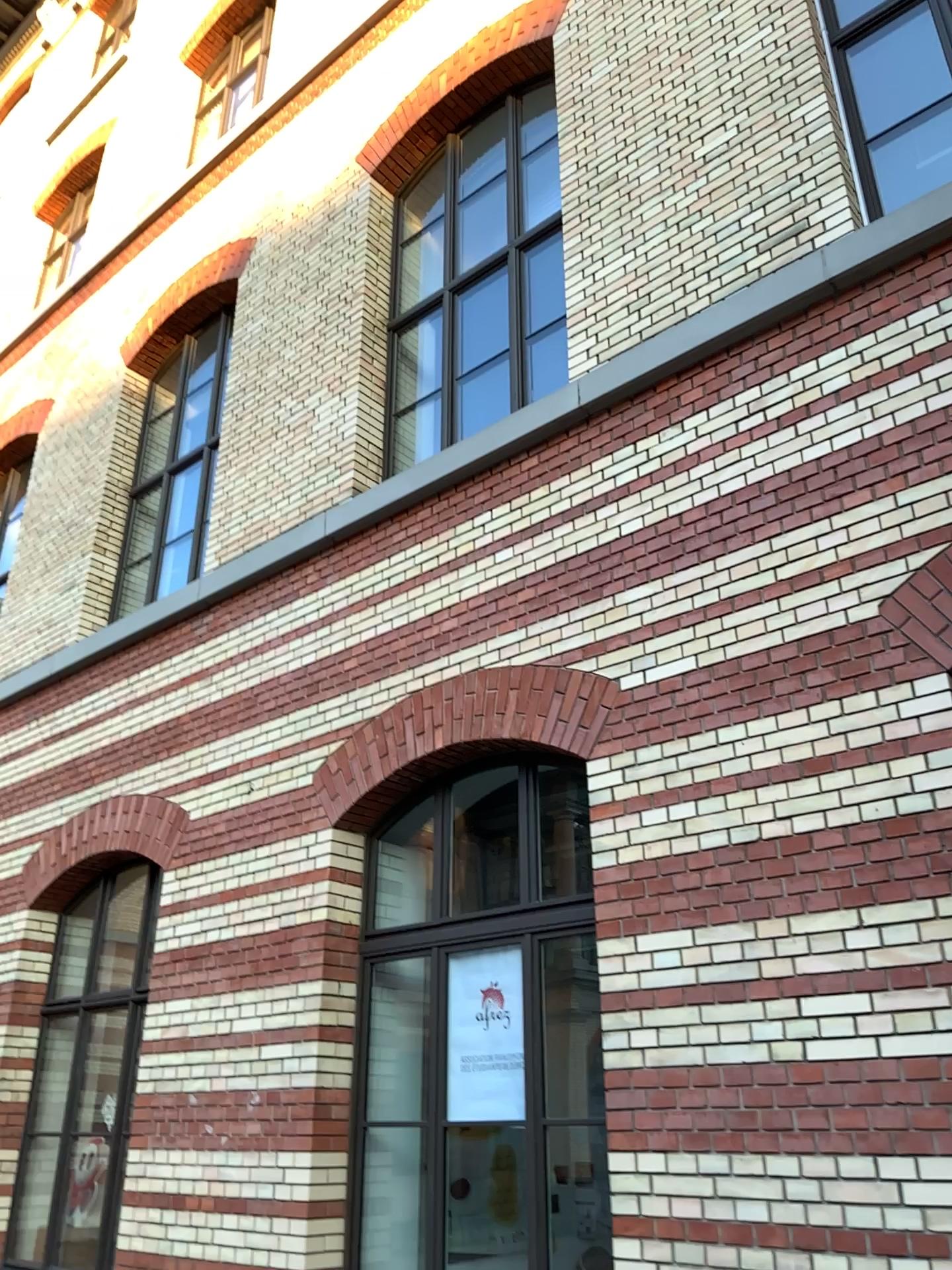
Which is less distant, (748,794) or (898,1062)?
(898,1062)
